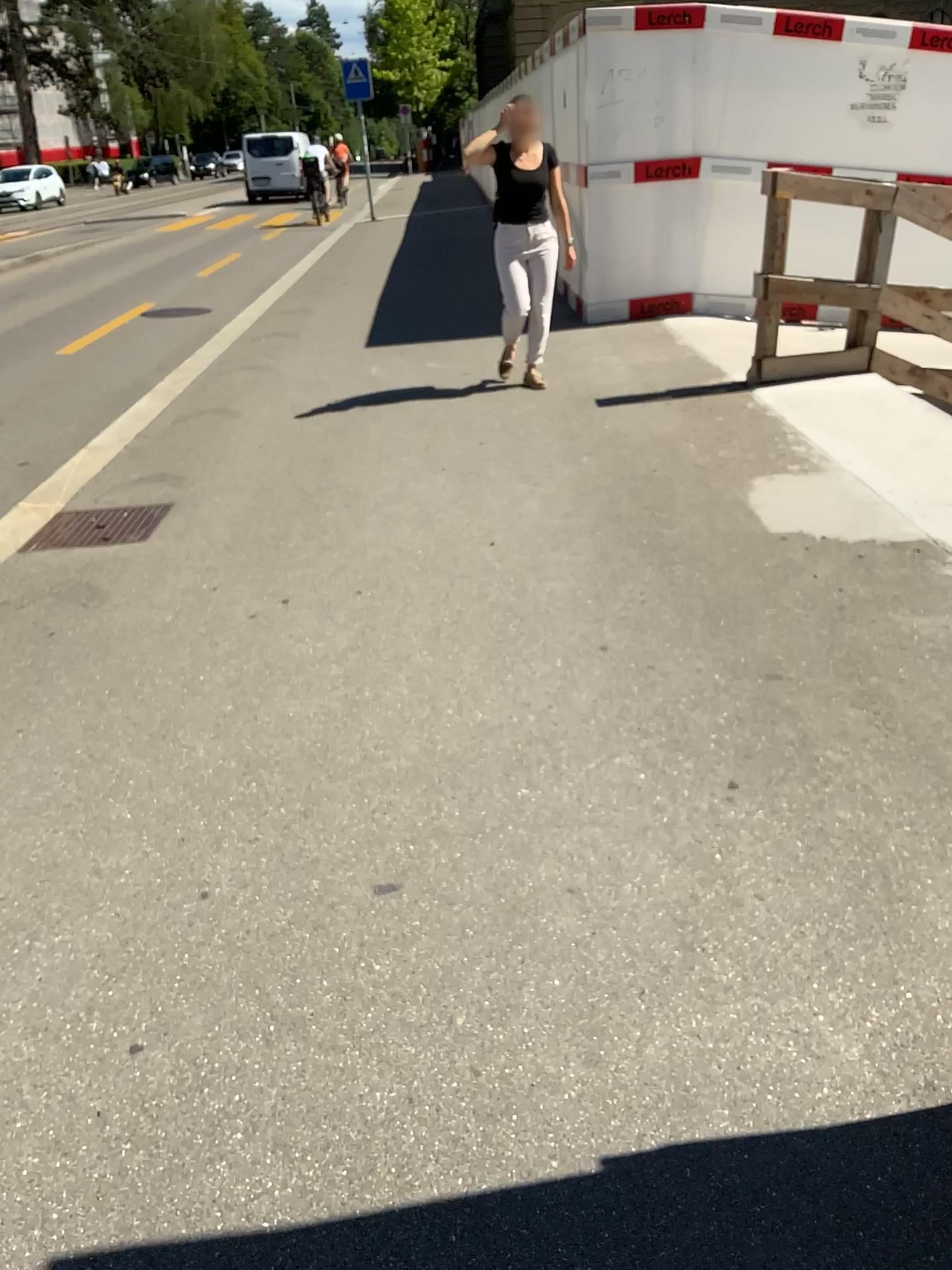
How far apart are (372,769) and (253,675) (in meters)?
0.69
